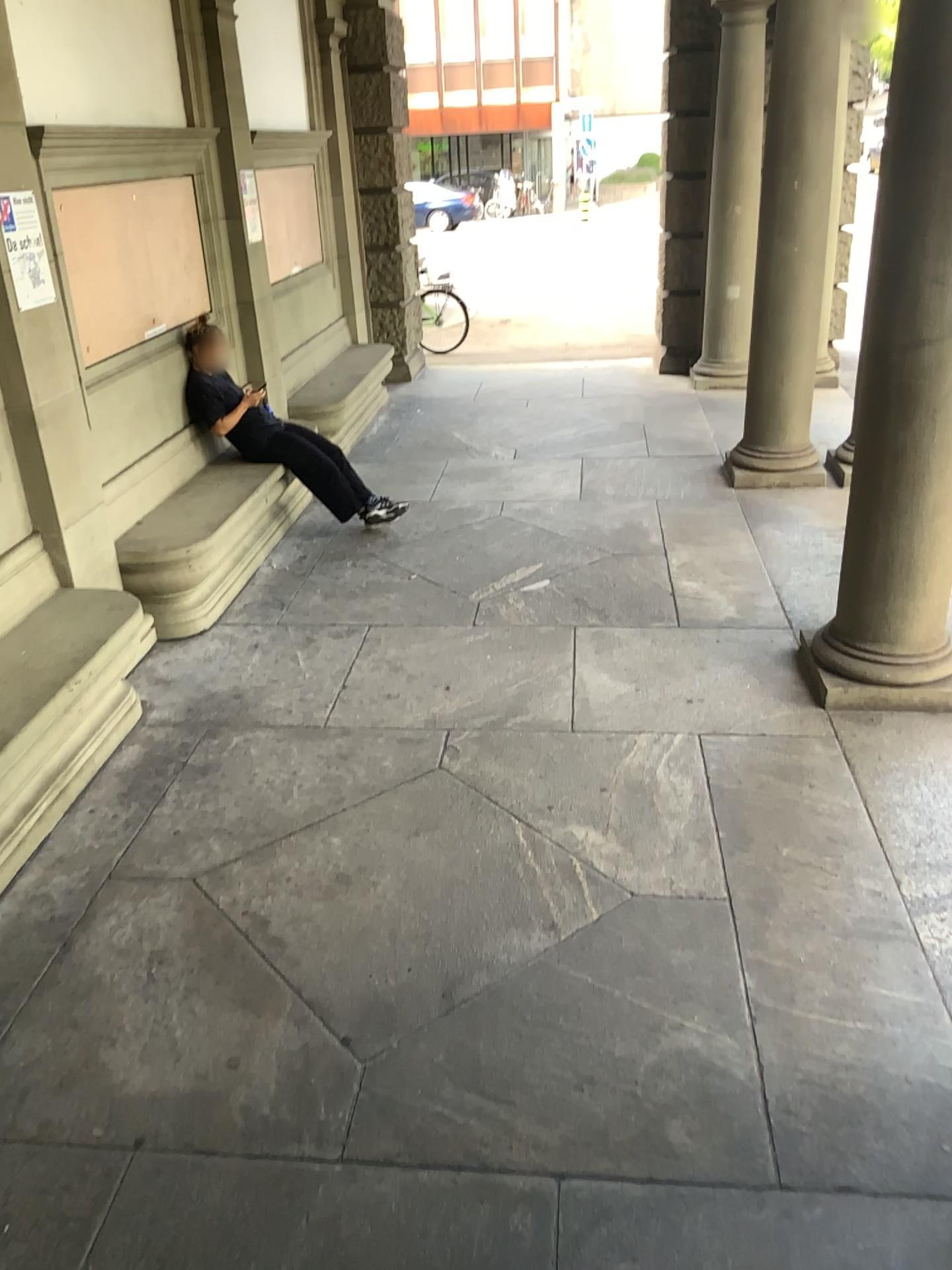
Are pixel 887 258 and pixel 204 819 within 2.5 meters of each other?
no

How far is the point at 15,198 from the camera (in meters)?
3.92

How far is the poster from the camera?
3.9m
